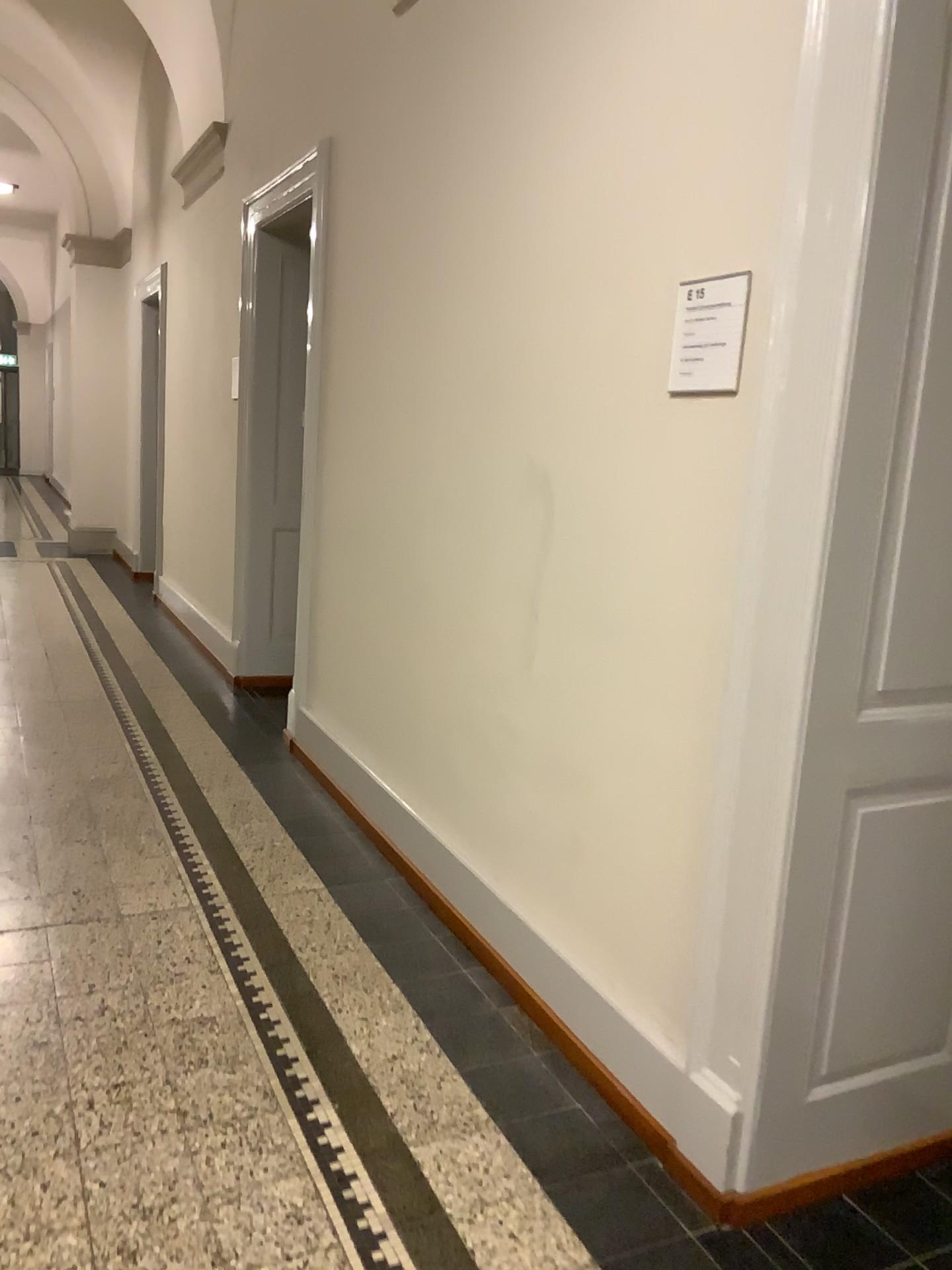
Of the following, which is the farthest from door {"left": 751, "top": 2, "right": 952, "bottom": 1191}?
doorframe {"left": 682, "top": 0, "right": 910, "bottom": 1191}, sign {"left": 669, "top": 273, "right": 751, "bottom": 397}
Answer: sign {"left": 669, "top": 273, "right": 751, "bottom": 397}

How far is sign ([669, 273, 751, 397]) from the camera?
1.98m

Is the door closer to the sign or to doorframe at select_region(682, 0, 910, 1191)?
doorframe at select_region(682, 0, 910, 1191)

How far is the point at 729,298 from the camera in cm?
198

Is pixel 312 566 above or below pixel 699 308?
below

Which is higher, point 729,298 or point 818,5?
point 818,5

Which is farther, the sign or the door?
the sign

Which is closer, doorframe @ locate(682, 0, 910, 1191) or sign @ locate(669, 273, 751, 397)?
doorframe @ locate(682, 0, 910, 1191)

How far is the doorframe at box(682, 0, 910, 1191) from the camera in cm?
169

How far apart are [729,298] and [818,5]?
0.5m
